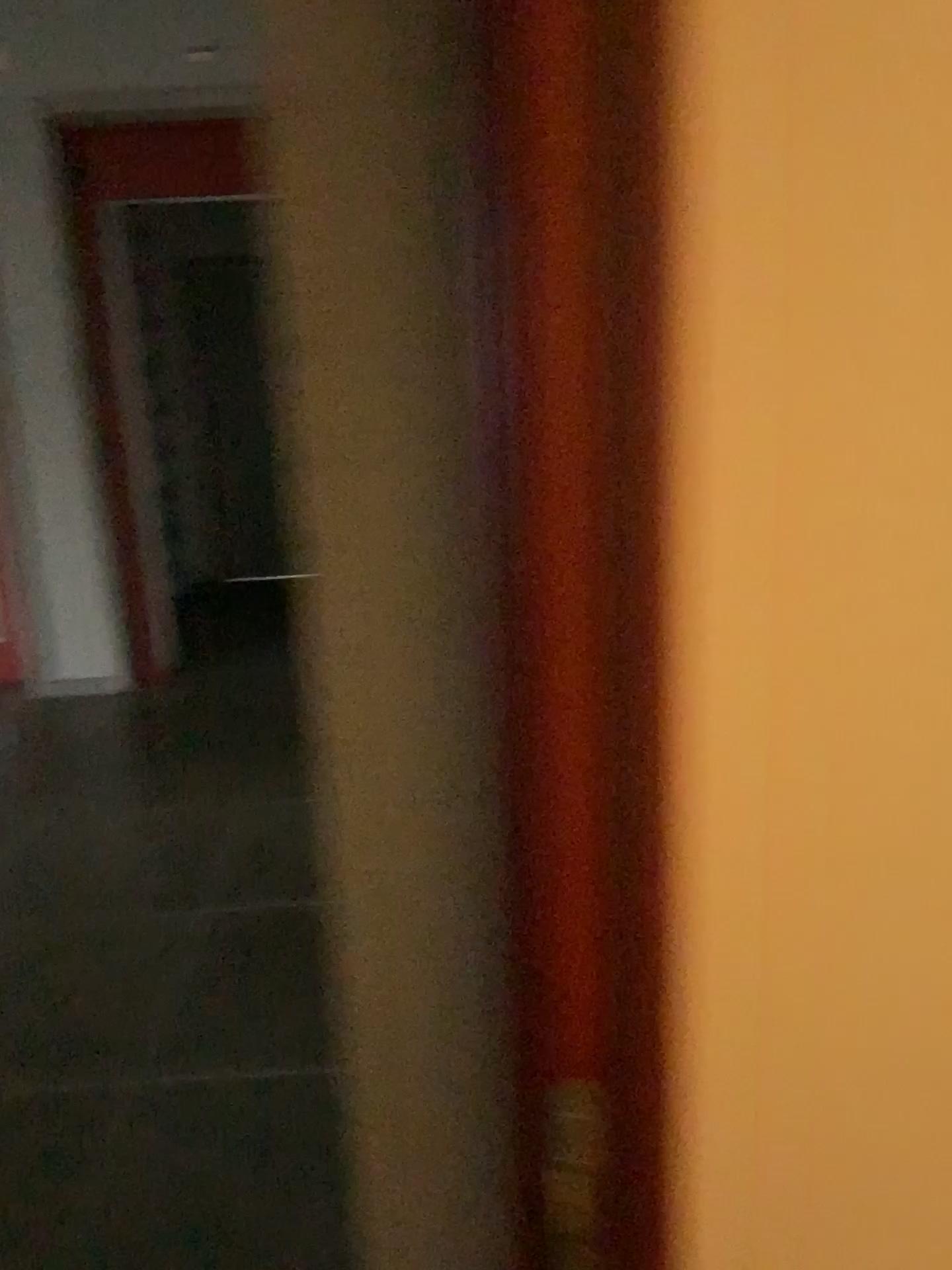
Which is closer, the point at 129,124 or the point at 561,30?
the point at 561,30

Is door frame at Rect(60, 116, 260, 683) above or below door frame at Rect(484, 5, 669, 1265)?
above

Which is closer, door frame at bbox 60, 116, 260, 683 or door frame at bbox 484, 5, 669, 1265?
door frame at bbox 484, 5, 669, 1265

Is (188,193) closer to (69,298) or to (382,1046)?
(69,298)

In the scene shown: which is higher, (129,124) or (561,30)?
(129,124)
